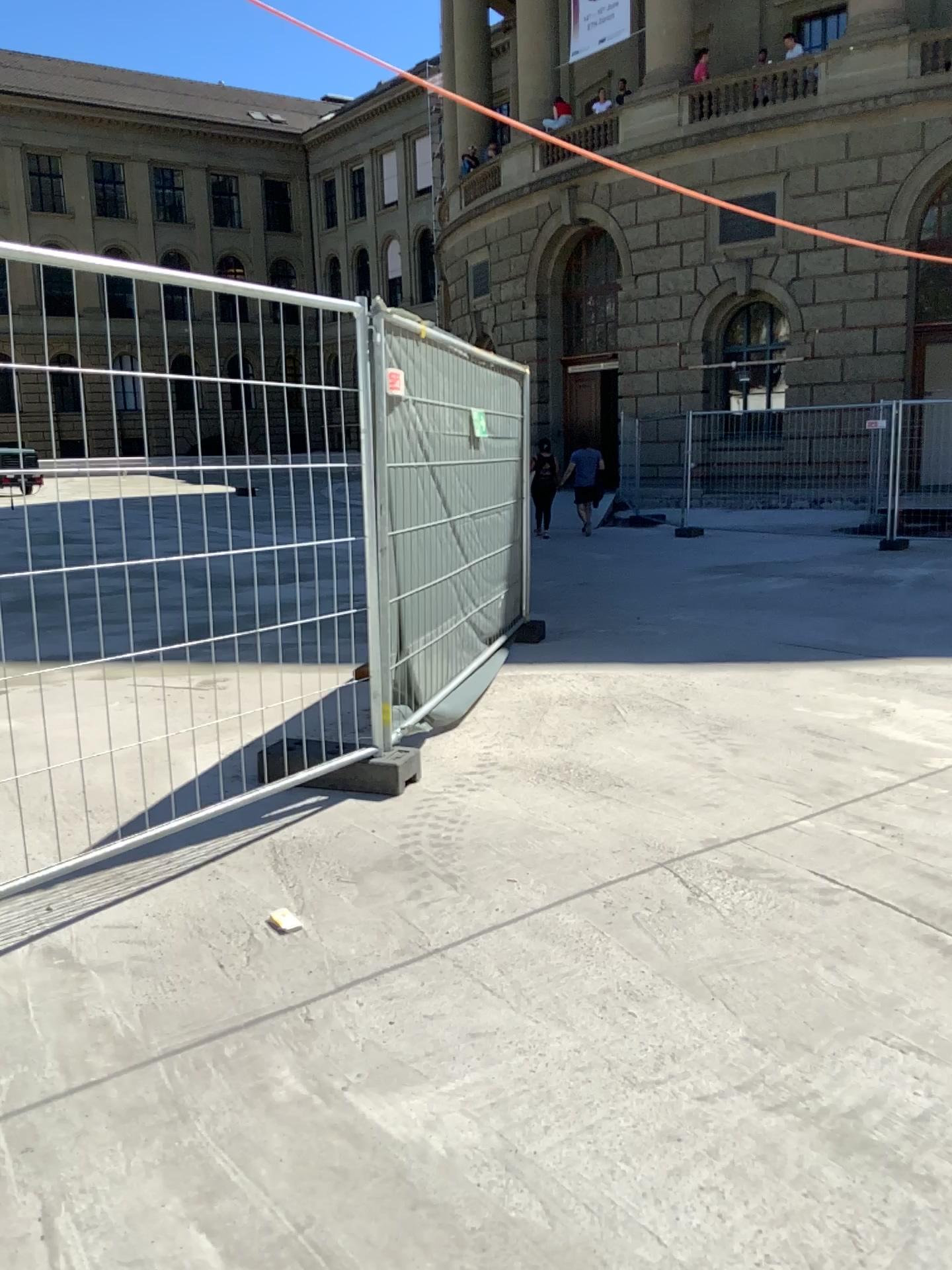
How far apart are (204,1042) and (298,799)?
1.7m
